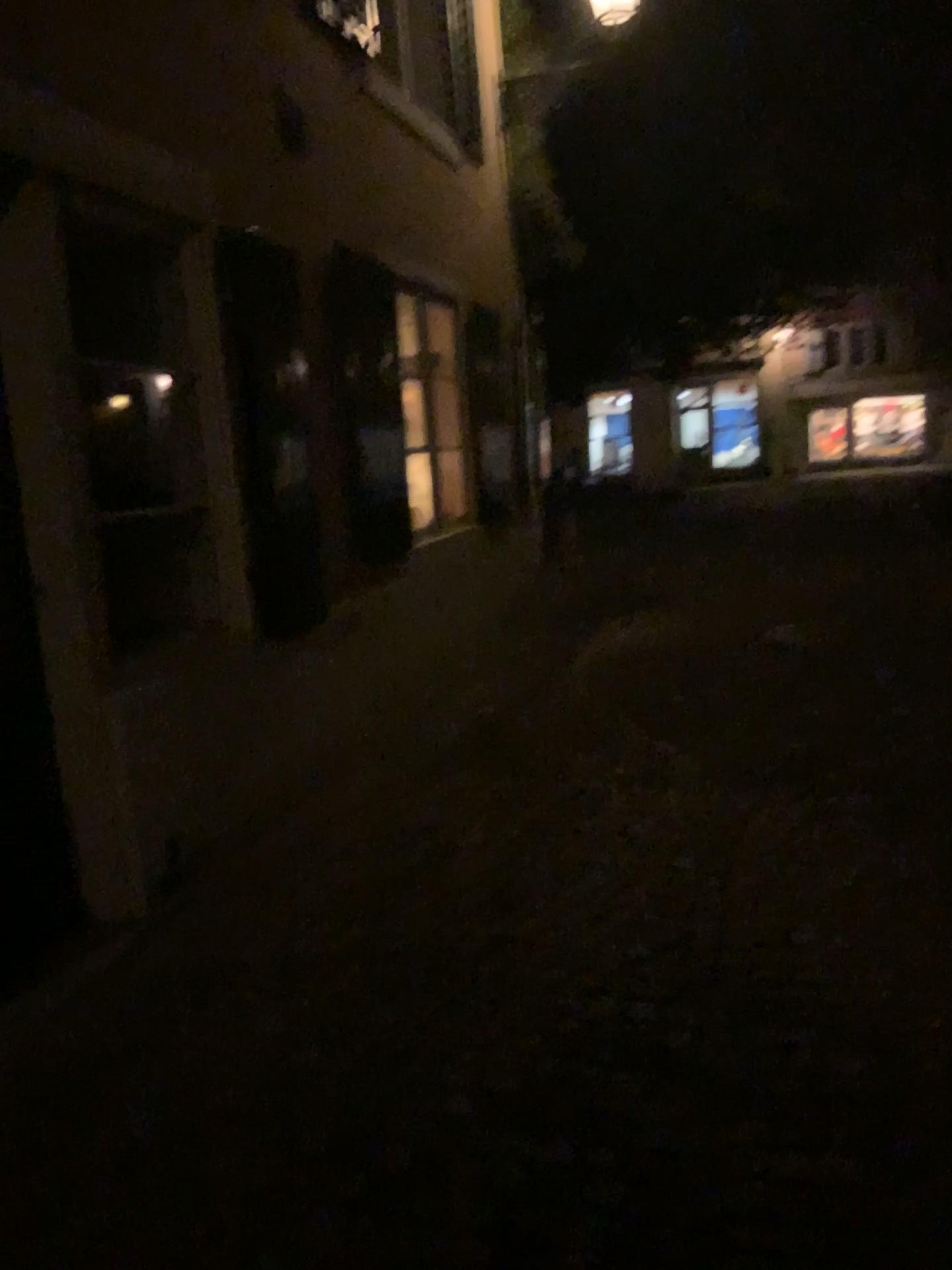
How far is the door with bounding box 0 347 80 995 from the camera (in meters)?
3.18

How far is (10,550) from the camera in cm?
318

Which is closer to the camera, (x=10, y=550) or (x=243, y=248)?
(x=10, y=550)

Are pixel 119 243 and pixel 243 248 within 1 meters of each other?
yes

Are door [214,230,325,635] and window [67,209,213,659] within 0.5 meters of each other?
yes

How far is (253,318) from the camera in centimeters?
404cm

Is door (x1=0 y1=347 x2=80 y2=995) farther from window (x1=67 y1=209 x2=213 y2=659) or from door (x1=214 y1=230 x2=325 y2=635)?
door (x1=214 y1=230 x2=325 y2=635)

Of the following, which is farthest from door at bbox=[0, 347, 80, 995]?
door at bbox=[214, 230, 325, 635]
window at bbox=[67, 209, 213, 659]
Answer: door at bbox=[214, 230, 325, 635]

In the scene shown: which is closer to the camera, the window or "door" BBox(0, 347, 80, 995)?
"door" BBox(0, 347, 80, 995)

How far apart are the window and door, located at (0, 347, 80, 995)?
0.7 meters
